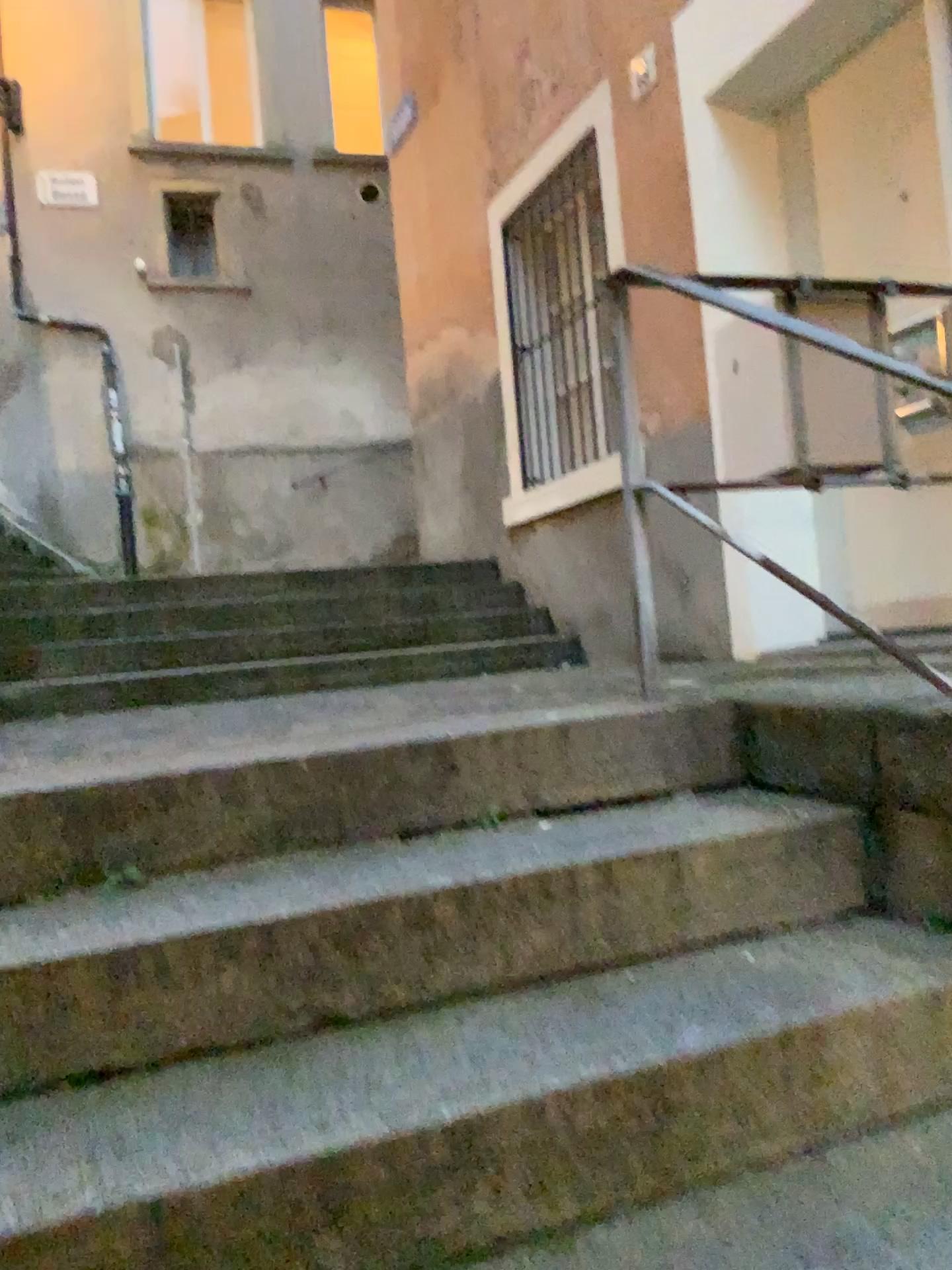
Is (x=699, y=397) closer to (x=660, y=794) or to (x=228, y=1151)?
(x=660, y=794)
